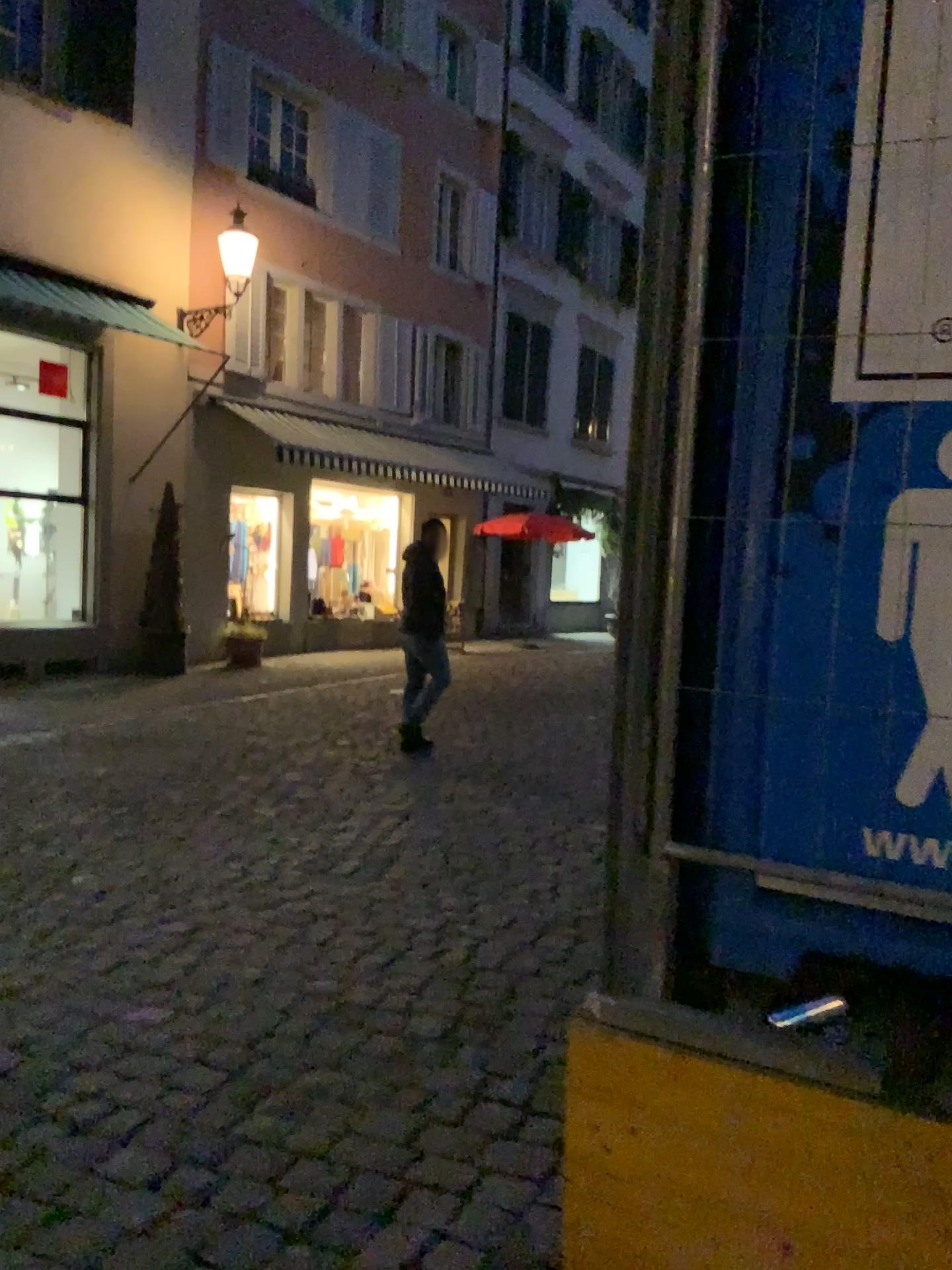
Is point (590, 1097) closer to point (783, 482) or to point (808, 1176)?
point (808, 1176)
